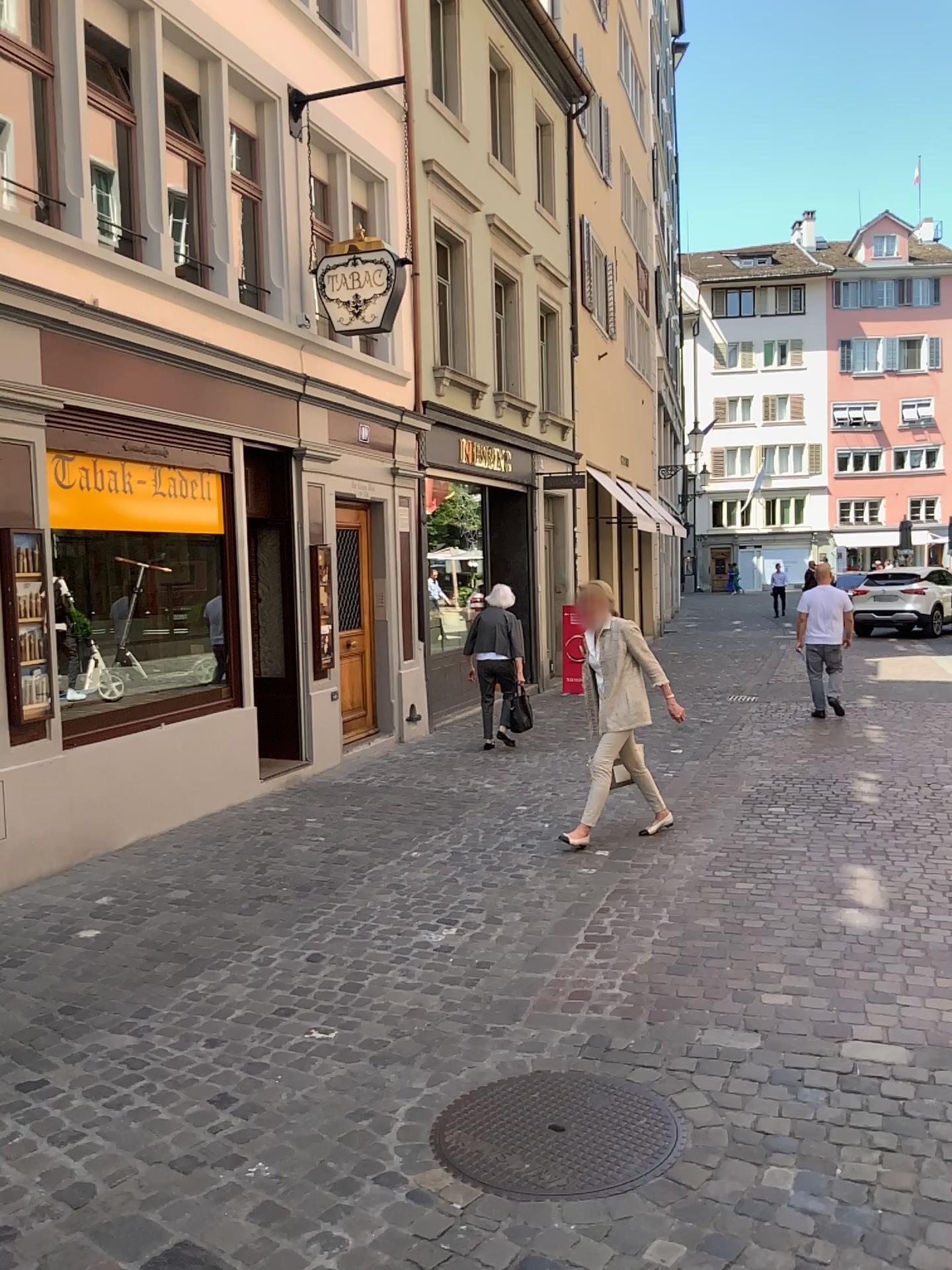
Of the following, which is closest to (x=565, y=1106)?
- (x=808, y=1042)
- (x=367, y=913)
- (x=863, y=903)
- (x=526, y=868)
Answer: (x=808, y=1042)
